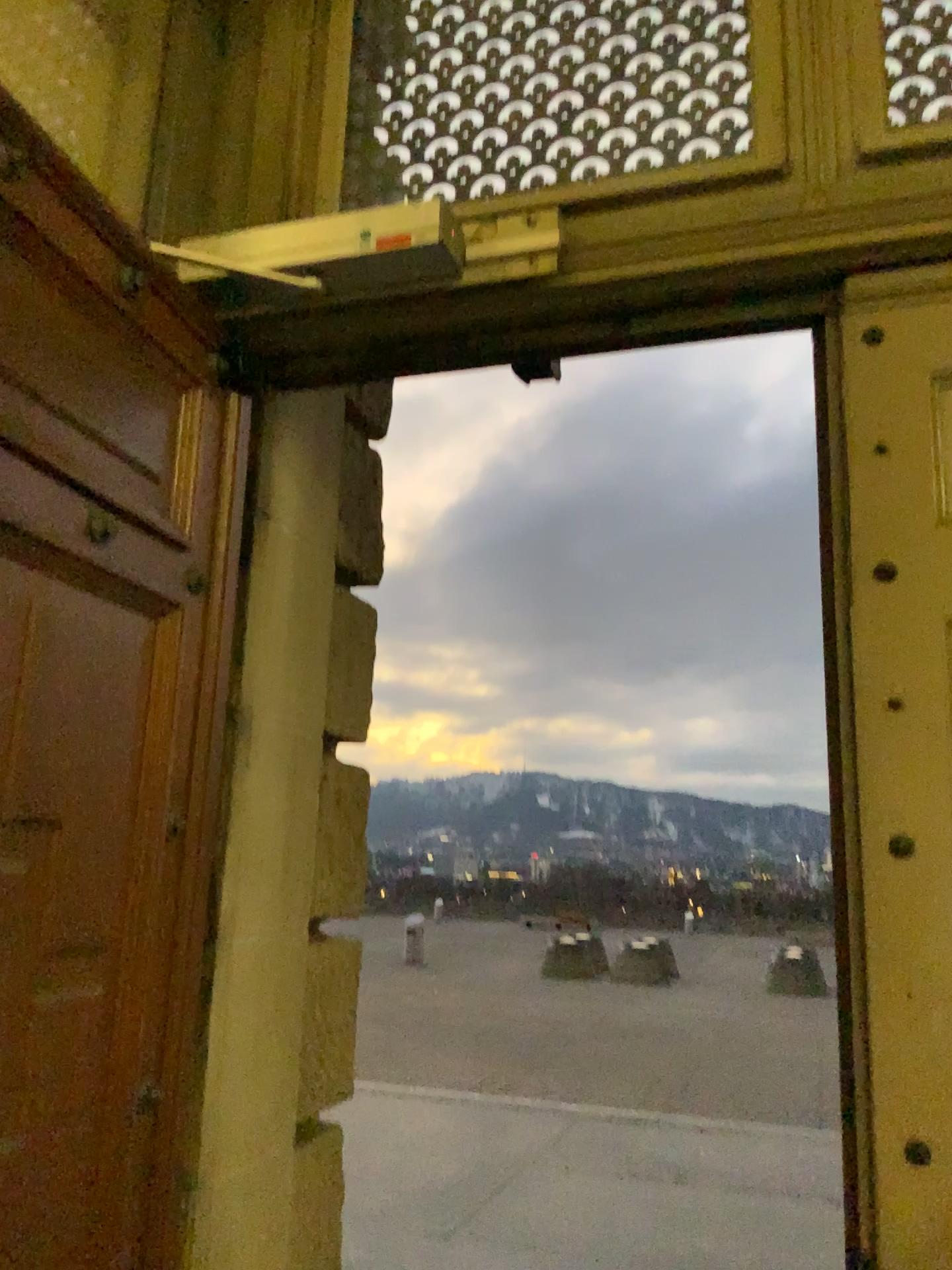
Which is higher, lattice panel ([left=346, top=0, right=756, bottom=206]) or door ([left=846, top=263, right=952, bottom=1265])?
lattice panel ([left=346, top=0, right=756, bottom=206])

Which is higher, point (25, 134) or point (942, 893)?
point (25, 134)

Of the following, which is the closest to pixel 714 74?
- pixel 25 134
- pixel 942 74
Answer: pixel 942 74

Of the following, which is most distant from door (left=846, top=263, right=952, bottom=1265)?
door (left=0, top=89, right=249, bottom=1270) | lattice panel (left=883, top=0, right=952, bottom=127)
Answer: door (left=0, top=89, right=249, bottom=1270)

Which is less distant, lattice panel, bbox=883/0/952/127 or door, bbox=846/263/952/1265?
door, bbox=846/263/952/1265

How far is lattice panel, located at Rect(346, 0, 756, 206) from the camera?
2.4 meters

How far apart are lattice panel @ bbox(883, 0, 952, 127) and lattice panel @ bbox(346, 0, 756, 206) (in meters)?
0.30

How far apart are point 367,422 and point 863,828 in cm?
195

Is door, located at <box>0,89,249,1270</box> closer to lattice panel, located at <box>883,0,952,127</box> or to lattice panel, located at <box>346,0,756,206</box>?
lattice panel, located at <box>346,0,756,206</box>

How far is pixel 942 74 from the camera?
2.3m
